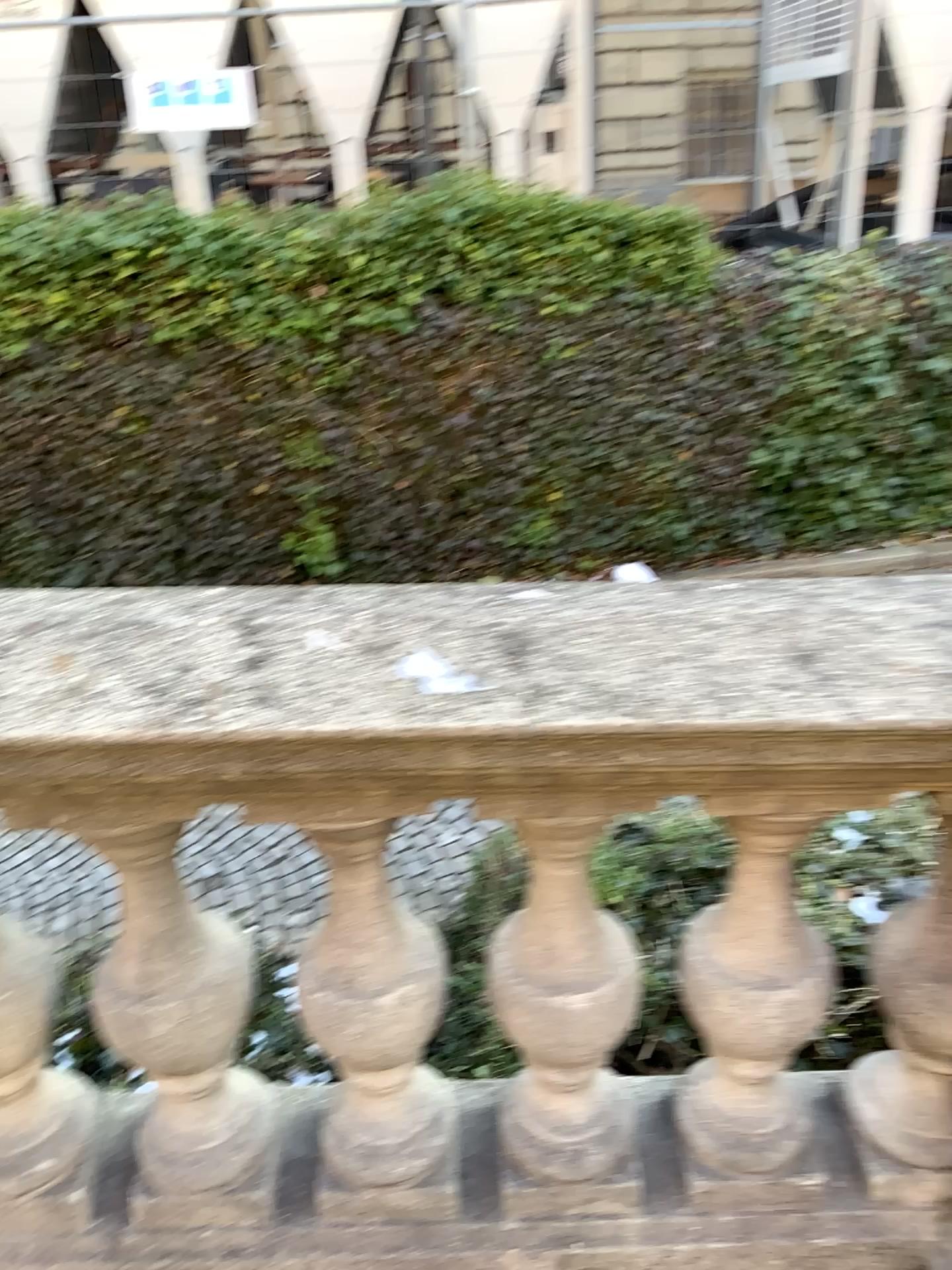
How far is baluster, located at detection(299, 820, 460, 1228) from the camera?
1.3 meters

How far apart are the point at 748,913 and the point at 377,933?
0.5m

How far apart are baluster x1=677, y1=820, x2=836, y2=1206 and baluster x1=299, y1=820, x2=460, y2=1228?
0.34m

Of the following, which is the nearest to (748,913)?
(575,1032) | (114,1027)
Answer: (575,1032)

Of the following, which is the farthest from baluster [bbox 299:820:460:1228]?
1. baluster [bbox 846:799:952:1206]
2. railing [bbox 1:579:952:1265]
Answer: baluster [bbox 846:799:952:1206]

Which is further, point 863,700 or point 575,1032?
point 575,1032

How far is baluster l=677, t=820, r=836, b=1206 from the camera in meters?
1.3

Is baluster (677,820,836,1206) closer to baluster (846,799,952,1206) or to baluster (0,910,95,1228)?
baluster (846,799,952,1206)

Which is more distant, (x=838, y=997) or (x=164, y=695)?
(x=838, y=997)

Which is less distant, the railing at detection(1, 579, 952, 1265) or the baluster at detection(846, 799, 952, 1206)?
the railing at detection(1, 579, 952, 1265)
